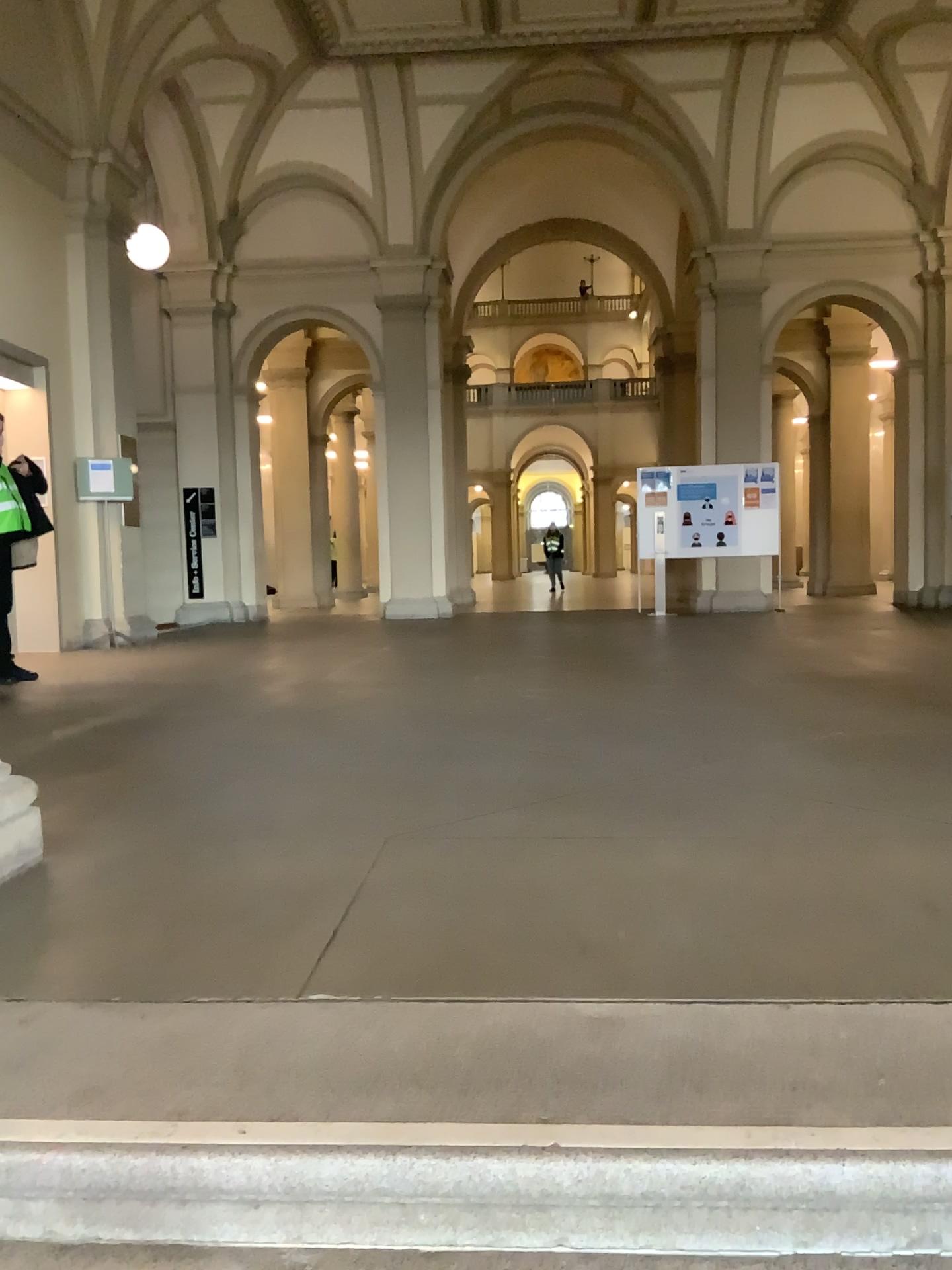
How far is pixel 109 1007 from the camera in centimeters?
170cm
